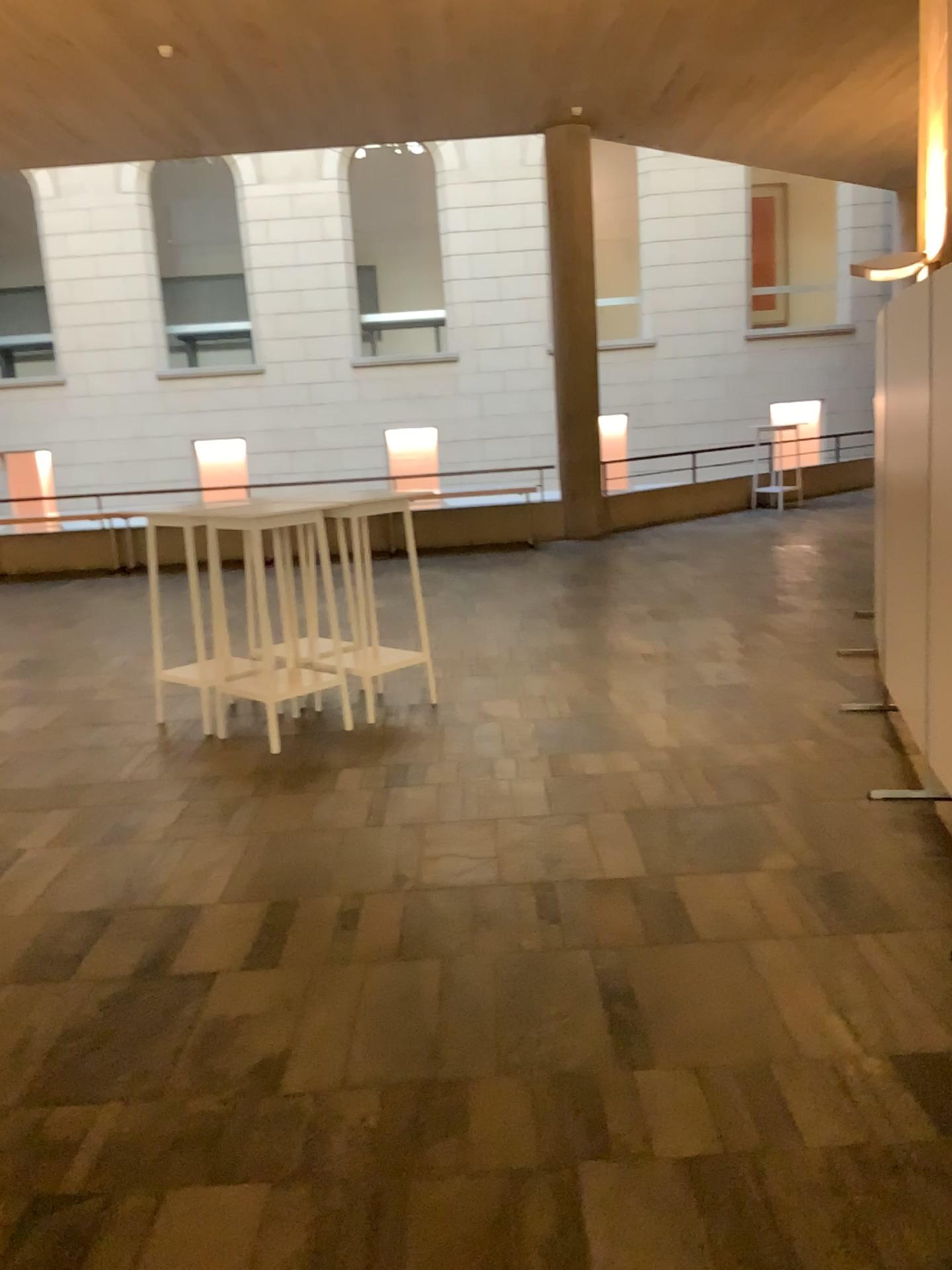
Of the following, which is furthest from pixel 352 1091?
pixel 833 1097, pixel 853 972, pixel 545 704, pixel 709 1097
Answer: pixel 545 704
